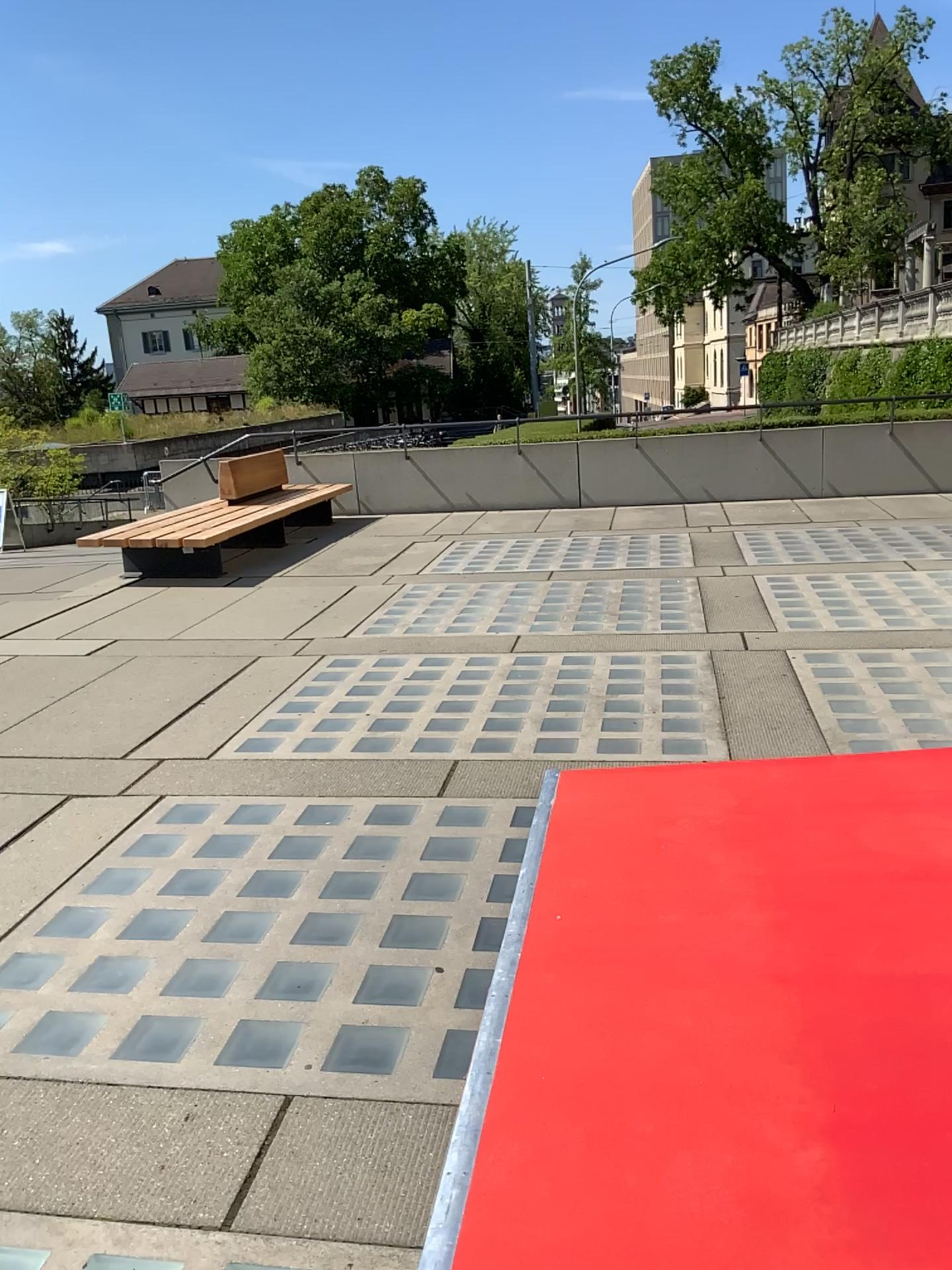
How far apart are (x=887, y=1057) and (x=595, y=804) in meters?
1.6 m
